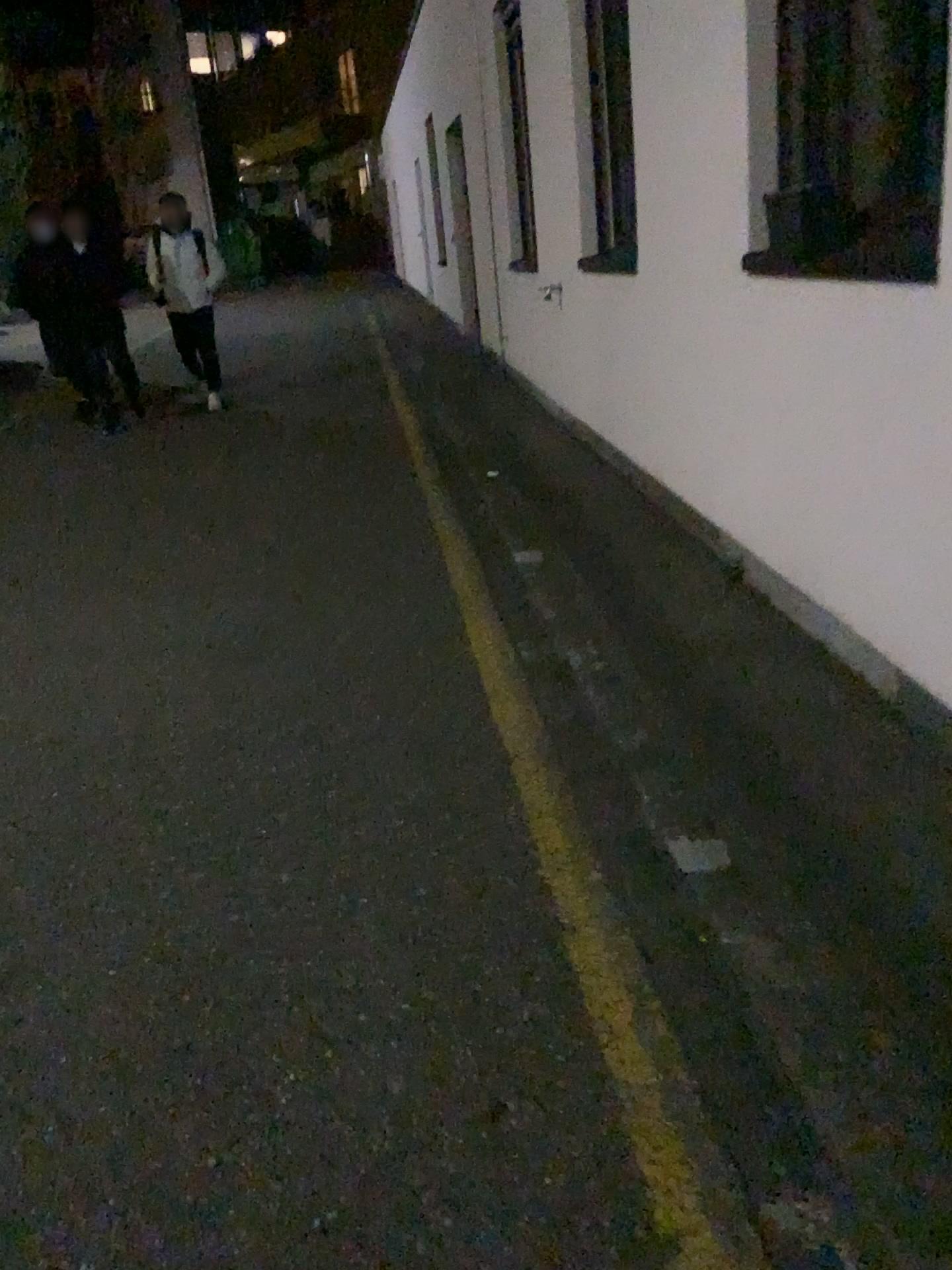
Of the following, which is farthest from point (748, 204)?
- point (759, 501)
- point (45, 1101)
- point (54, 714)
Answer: point (45, 1101)
